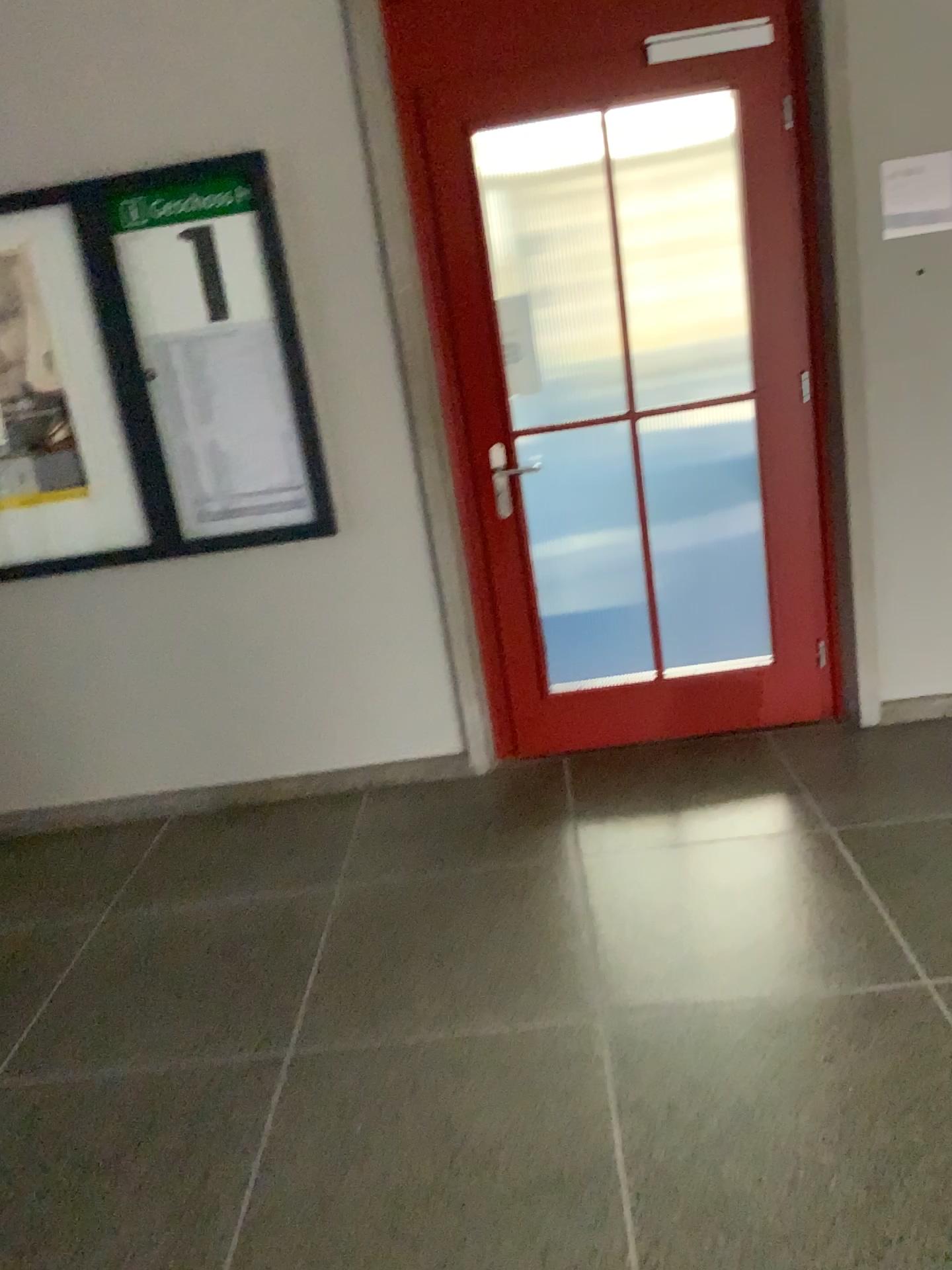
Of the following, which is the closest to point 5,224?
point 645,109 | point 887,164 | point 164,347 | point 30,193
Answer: point 30,193

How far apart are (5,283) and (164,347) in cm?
52

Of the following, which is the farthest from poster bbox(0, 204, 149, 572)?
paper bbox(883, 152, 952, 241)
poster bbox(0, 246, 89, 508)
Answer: paper bbox(883, 152, 952, 241)

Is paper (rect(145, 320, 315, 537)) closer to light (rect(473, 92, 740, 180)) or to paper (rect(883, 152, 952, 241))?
light (rect(473, 92, 740, 180))

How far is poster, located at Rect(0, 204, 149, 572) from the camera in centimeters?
312cm

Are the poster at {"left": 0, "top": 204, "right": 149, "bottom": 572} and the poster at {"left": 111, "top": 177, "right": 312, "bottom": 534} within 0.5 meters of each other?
yes

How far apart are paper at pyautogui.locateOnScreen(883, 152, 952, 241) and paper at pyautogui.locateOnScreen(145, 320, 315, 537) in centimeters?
185cm

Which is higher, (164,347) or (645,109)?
(645,109)

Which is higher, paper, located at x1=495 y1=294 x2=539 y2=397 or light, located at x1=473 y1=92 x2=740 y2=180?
light, located at x1=473 y1=92 x2=740 y2=180

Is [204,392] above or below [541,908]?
above
